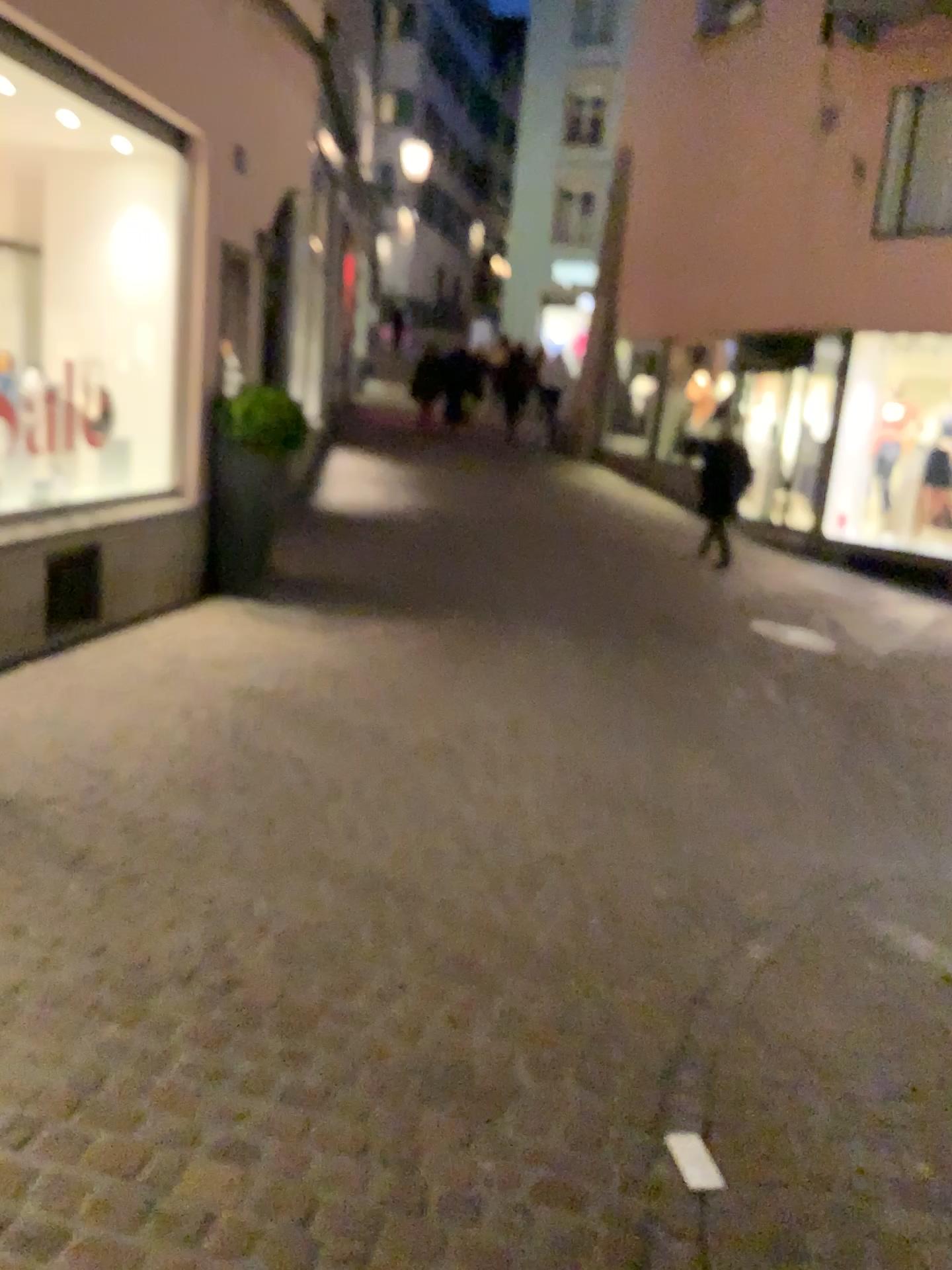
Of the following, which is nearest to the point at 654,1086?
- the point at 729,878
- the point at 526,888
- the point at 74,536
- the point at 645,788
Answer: the point at 526,888
